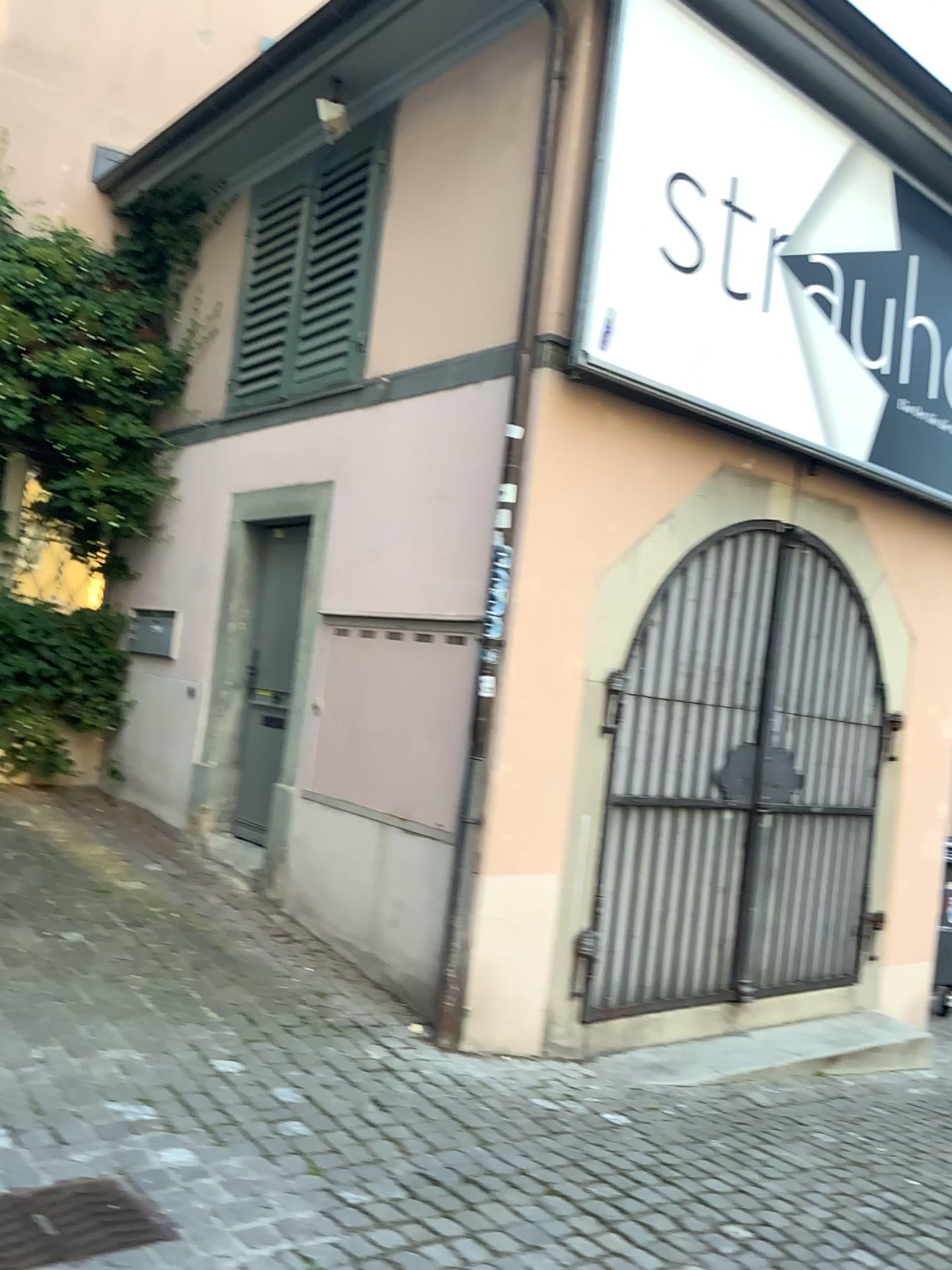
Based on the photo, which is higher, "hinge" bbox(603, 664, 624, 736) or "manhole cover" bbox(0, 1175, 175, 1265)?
"hinge" bbox(603, 664, 624, 736)

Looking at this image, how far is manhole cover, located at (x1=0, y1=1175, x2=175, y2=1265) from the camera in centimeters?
240cm

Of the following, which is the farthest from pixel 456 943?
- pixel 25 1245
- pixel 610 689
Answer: pixel 25 1245

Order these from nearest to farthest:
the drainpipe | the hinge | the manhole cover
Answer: the manhole cover → the drainpipe → the hinge

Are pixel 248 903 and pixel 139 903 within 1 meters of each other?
yes

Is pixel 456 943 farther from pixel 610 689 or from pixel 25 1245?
pixel 25 1245

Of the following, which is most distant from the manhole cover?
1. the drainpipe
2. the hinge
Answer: the hinge

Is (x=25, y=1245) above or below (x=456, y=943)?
below

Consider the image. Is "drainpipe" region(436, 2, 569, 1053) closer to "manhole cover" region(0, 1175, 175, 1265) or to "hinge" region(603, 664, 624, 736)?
"hinge" region(603, 664, 624, 736)

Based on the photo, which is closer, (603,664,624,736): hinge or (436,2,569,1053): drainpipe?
(436,2,569,1053): drainpipe
